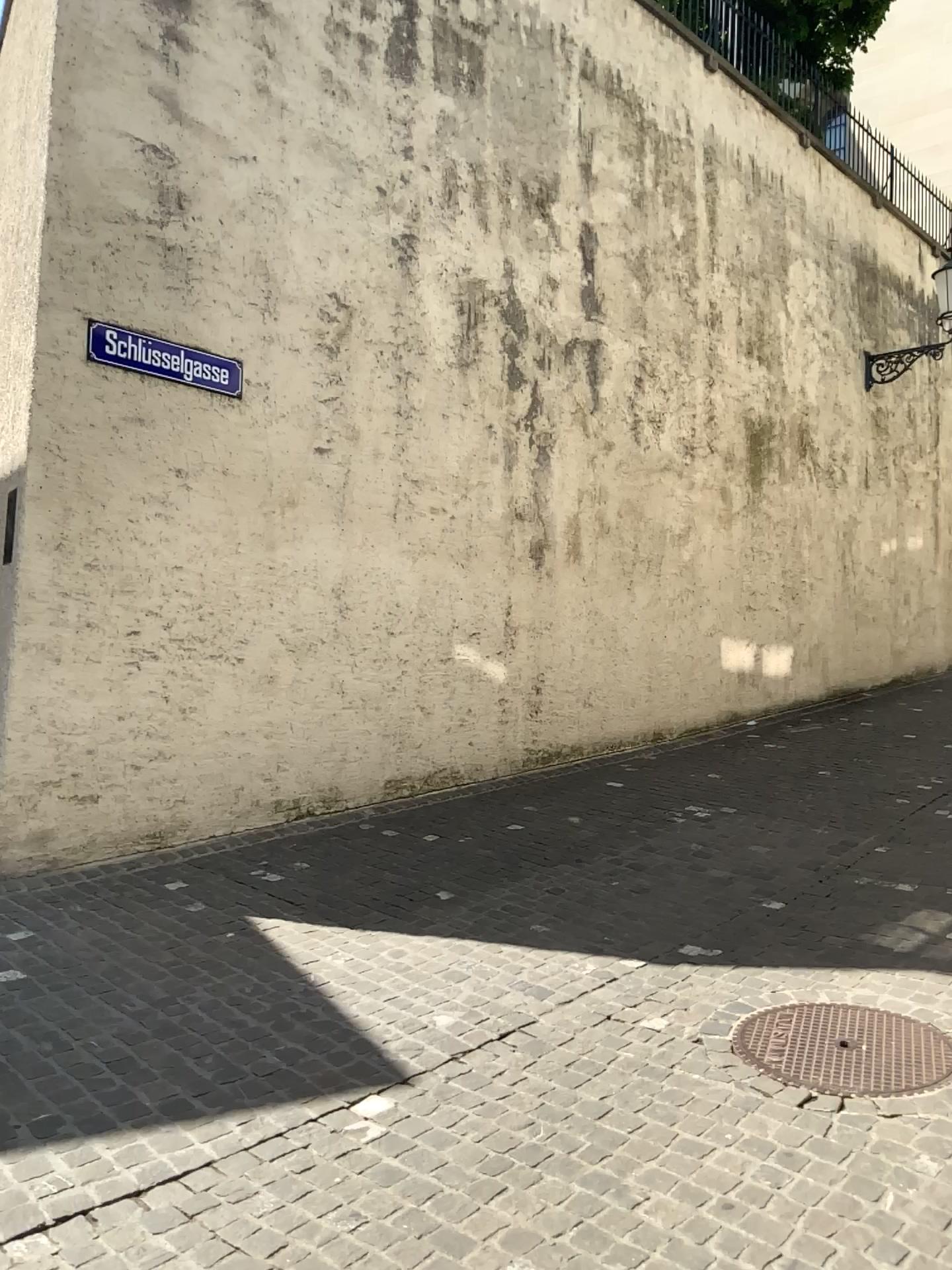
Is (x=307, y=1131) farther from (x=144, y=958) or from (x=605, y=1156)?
(x=144, y=958)
